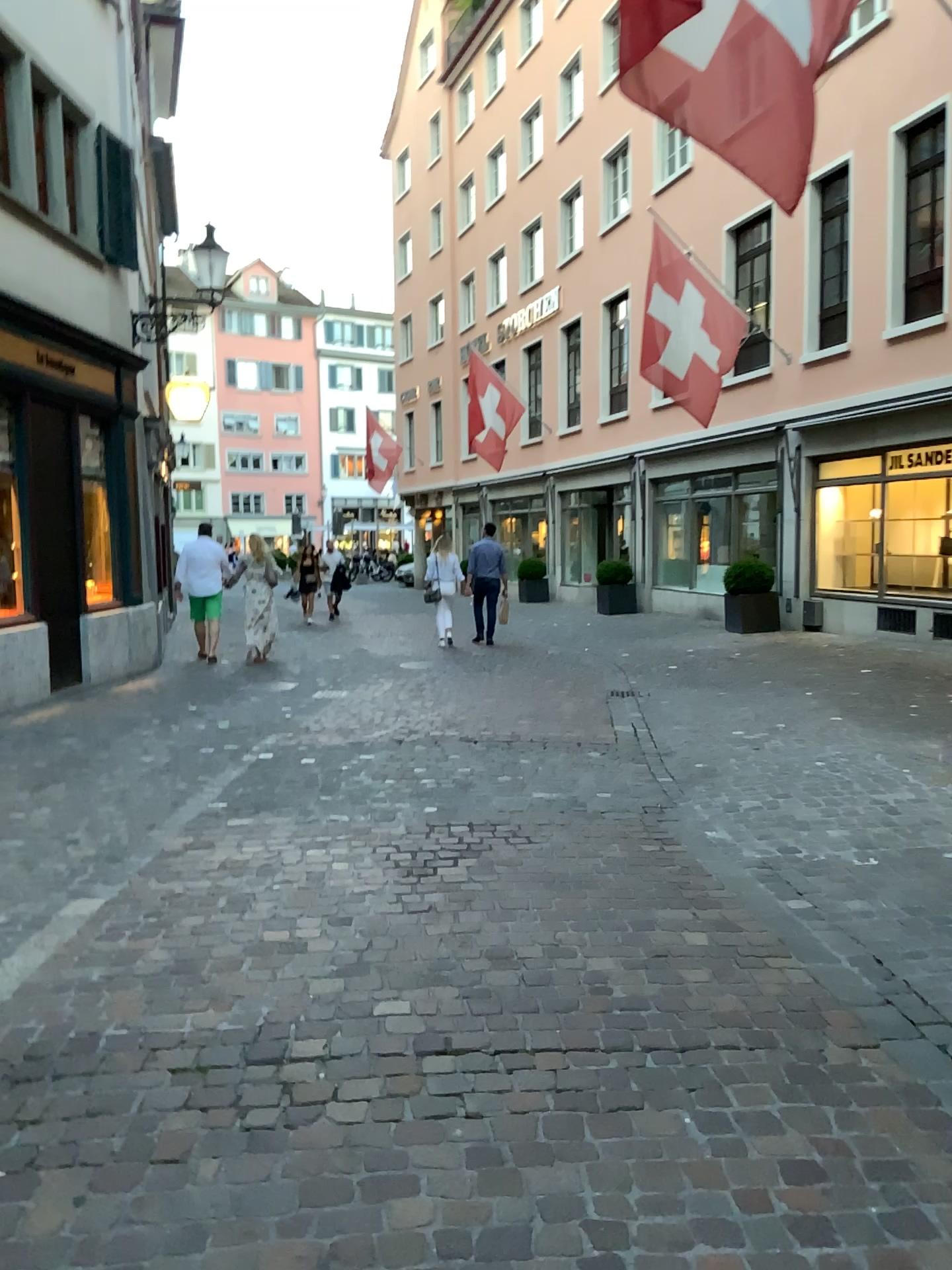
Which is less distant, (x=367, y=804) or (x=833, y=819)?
(x=833, y=819)
